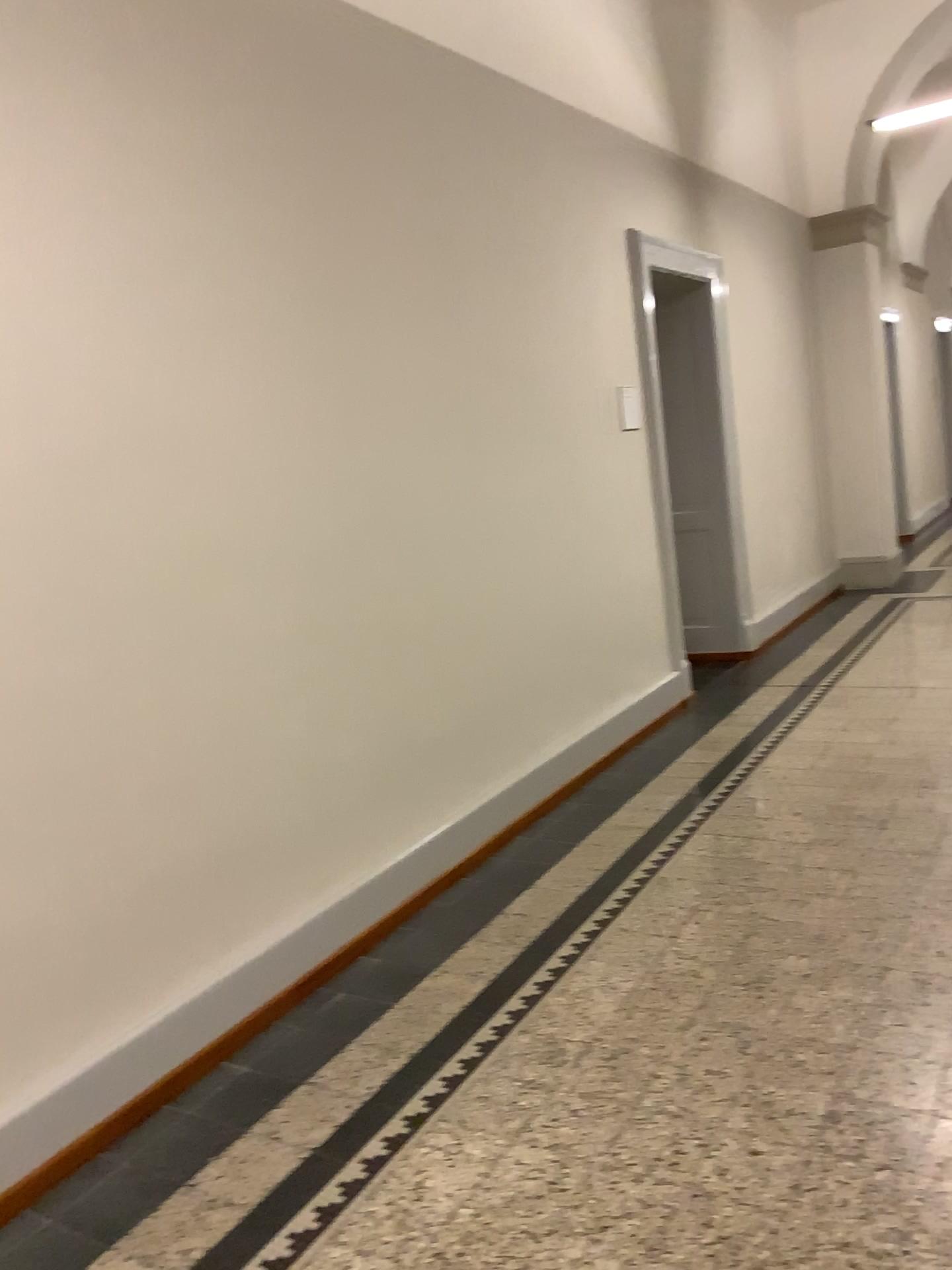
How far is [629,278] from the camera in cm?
531
